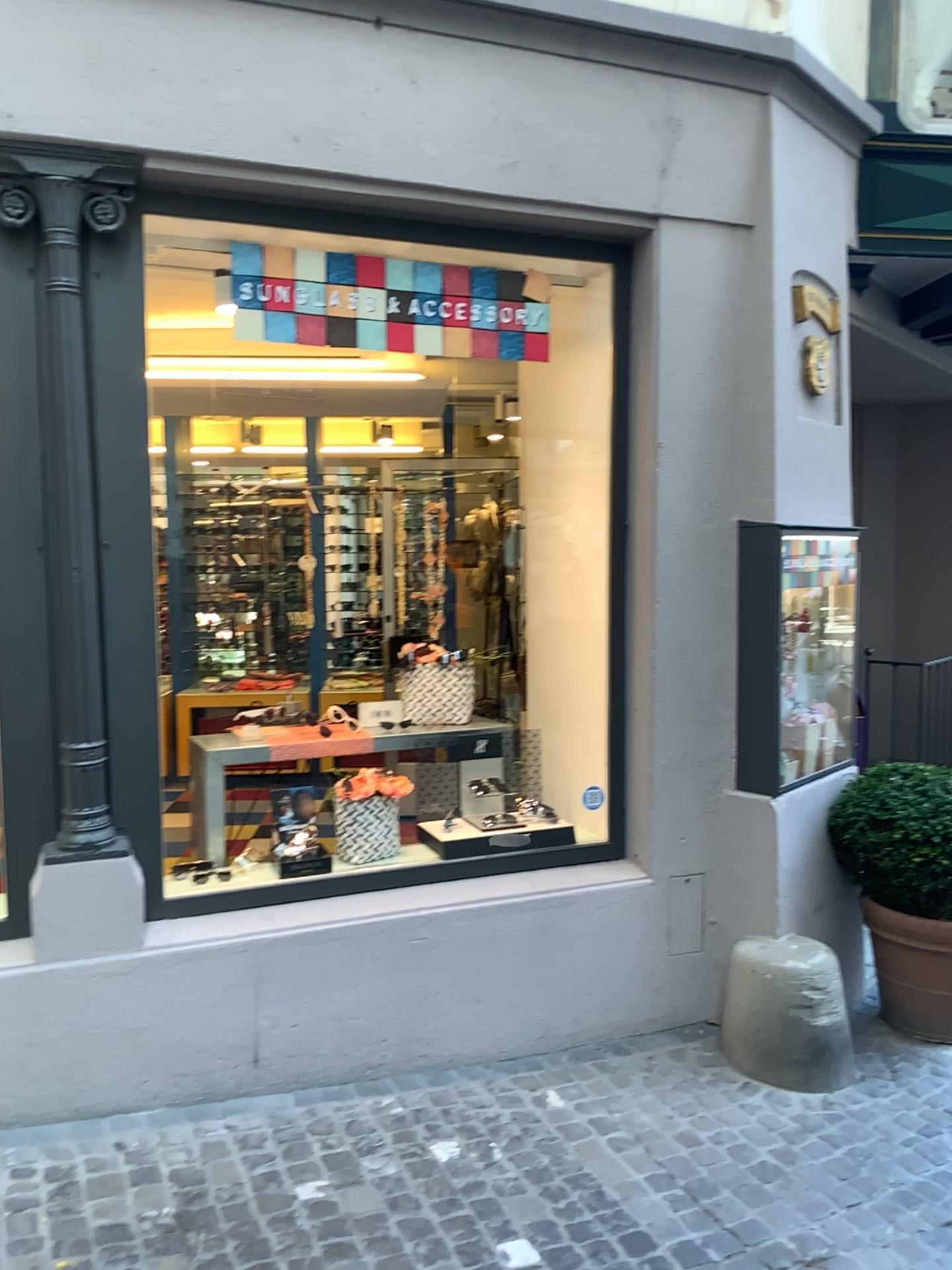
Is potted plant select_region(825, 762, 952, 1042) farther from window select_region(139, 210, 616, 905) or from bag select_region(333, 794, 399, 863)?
bag select_region(333, 794, 399, 863)

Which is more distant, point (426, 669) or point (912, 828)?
point (426, 669)

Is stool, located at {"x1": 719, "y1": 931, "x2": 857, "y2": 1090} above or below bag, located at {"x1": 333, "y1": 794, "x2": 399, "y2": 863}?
below

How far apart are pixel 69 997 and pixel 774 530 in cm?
273

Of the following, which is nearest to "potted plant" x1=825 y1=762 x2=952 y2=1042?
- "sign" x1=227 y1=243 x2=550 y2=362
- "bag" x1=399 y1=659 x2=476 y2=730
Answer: "bag" x1=399 y1=659 x2=476 y2=730

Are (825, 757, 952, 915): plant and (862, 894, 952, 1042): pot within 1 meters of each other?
yes

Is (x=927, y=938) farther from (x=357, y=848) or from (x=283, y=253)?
(x=283, y=253)

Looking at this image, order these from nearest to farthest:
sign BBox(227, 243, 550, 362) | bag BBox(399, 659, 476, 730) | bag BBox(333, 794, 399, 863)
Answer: sign BBox(227, 243, 550, 362) → bag BBox(333, 794, 399, 863) → bag BBox(399, 659, 476, 730)

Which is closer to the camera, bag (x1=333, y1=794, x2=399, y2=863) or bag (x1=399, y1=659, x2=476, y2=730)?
bag (x1=333, y1=794, x2=399, y2=863)

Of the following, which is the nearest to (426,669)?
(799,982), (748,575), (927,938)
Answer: (748,575)
